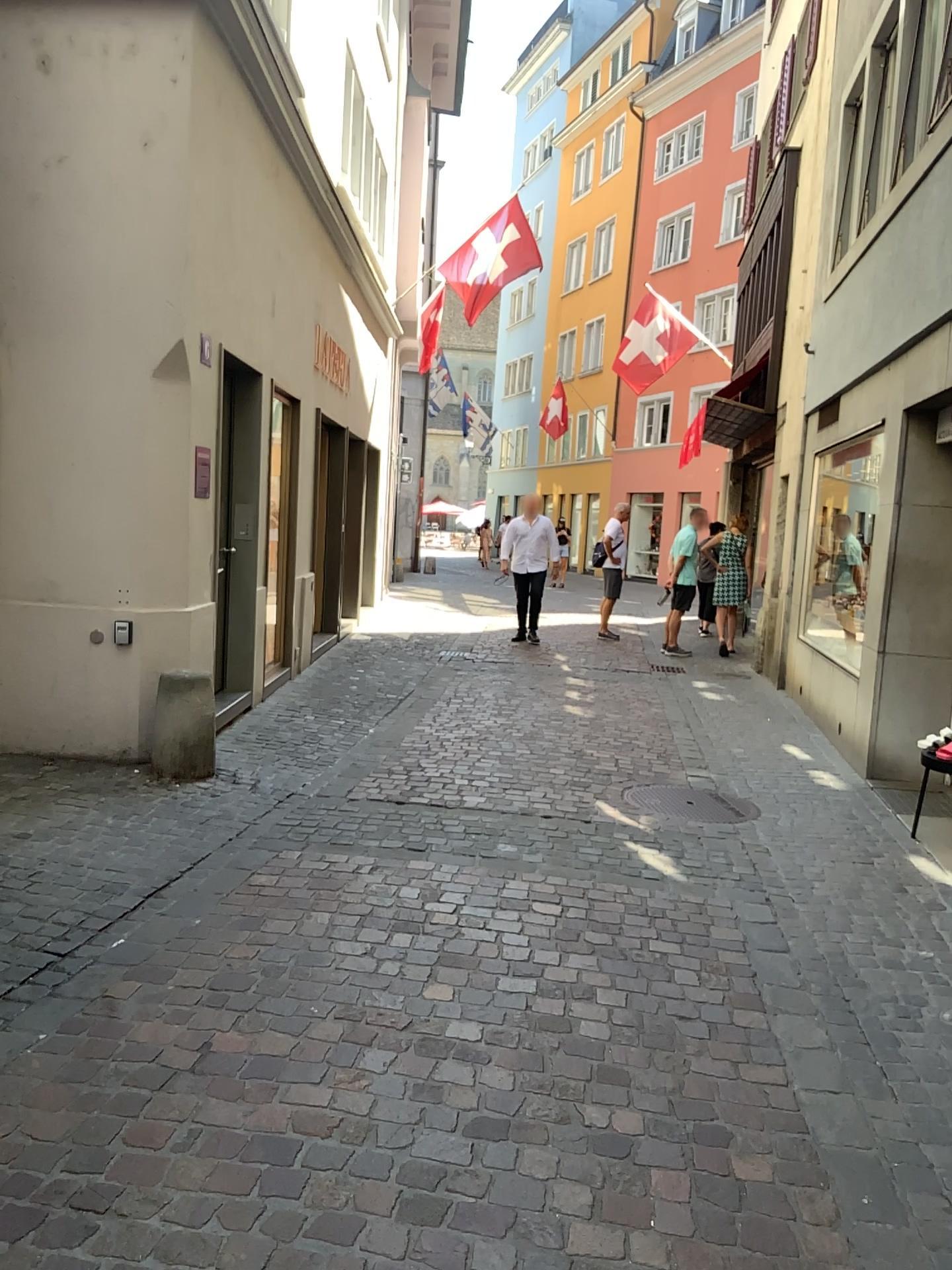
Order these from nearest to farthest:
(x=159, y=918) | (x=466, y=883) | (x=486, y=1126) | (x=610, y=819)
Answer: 1. (x=486, y=1126)
2. (x=159, y=918)
3. (x=466, y=883)
4. (x=610, y=819)
